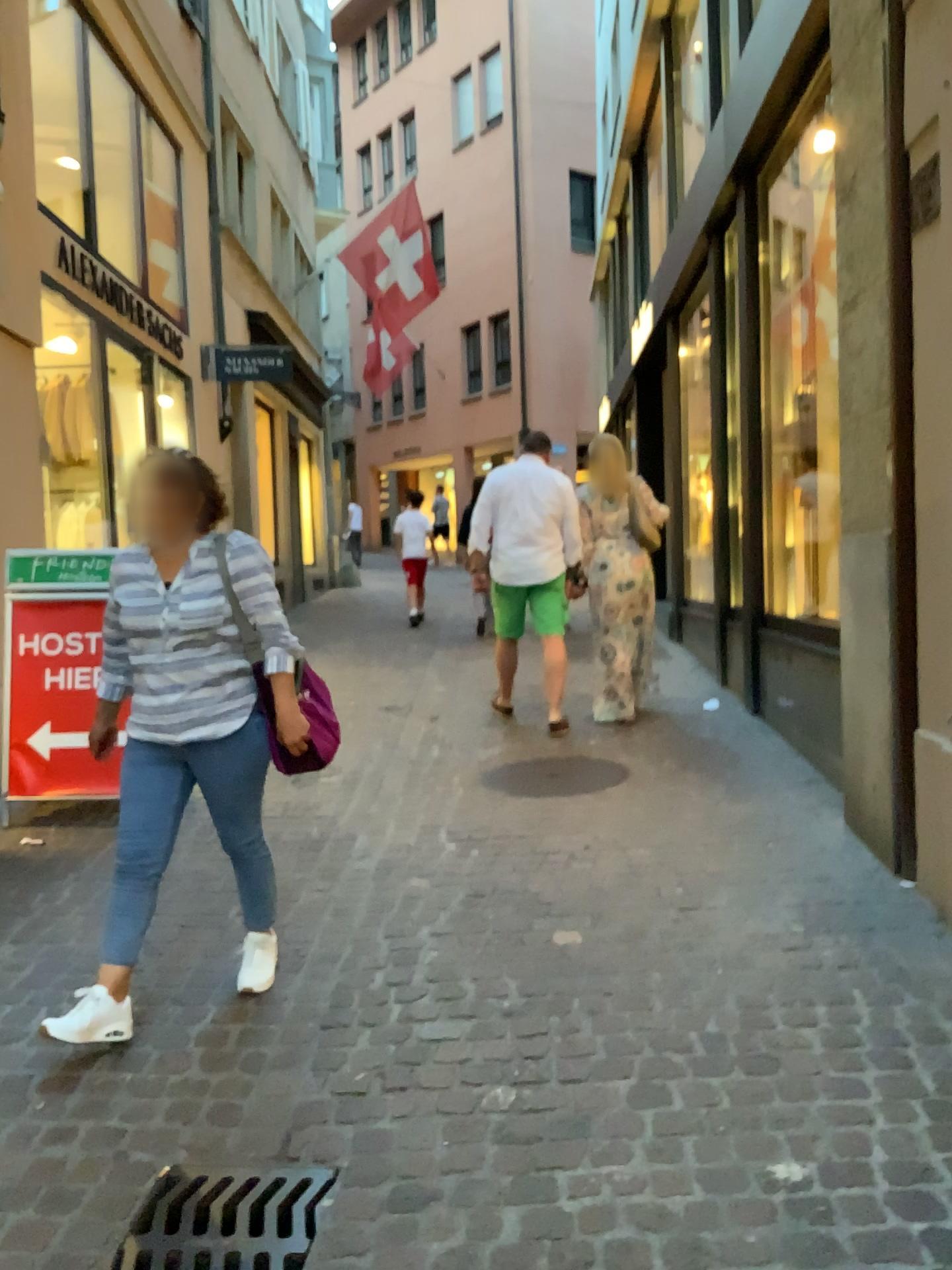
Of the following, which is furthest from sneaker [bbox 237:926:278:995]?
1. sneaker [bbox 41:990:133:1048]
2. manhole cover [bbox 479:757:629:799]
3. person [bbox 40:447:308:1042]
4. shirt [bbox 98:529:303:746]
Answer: manhole cover [bbox 479:757:629:799]

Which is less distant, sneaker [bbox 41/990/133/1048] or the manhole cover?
sneaker [bbox 41/990/133/1048]

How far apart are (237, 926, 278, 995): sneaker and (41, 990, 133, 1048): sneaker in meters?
0.4

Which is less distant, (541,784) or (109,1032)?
(109,1032)

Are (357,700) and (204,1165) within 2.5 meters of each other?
no

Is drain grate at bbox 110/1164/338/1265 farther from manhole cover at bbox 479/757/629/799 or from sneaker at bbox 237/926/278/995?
manhole cover at bbox 479/757/629/799

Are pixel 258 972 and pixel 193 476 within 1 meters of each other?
no

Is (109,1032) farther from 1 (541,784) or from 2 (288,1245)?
1 (541,784)

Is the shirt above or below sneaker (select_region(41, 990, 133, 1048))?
above

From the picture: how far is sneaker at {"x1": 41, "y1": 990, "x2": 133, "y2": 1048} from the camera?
2.69m
